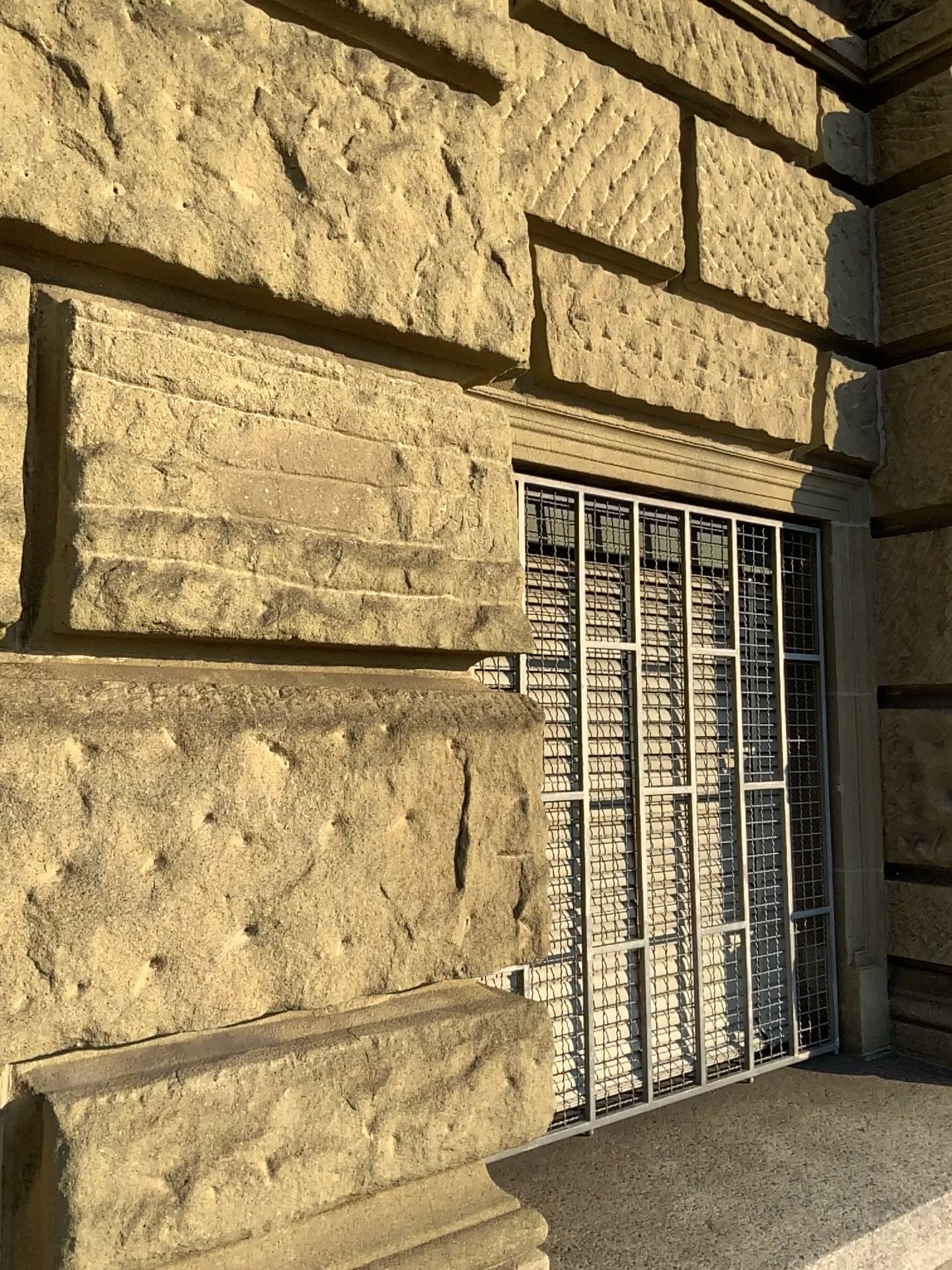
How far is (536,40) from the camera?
2.3m

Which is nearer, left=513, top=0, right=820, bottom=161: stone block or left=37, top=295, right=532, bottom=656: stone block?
left=37, top=295, right=532, bottom=656: stone block

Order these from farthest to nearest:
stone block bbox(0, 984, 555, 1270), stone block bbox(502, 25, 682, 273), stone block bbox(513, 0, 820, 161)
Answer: stone block bbox(513, 0, 820, 161)
stone block bbox(502, 25, 682, 273)
stone block bbox(0, 984, 555, 1270)

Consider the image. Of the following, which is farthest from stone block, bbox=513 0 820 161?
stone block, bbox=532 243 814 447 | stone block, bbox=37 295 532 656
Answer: stone block, bbox=37 295 532 656

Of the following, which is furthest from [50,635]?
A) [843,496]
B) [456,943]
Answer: [843,496]

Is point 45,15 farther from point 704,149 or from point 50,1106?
point 704,149

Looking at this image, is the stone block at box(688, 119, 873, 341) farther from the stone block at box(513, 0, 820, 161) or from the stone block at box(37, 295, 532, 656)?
the stone block at box(37, 295, 532, 656)

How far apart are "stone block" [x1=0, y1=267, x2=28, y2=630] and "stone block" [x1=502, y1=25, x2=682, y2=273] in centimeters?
114cm

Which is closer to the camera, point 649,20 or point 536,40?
point 536,40

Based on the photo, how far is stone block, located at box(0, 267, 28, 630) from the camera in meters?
1.3
